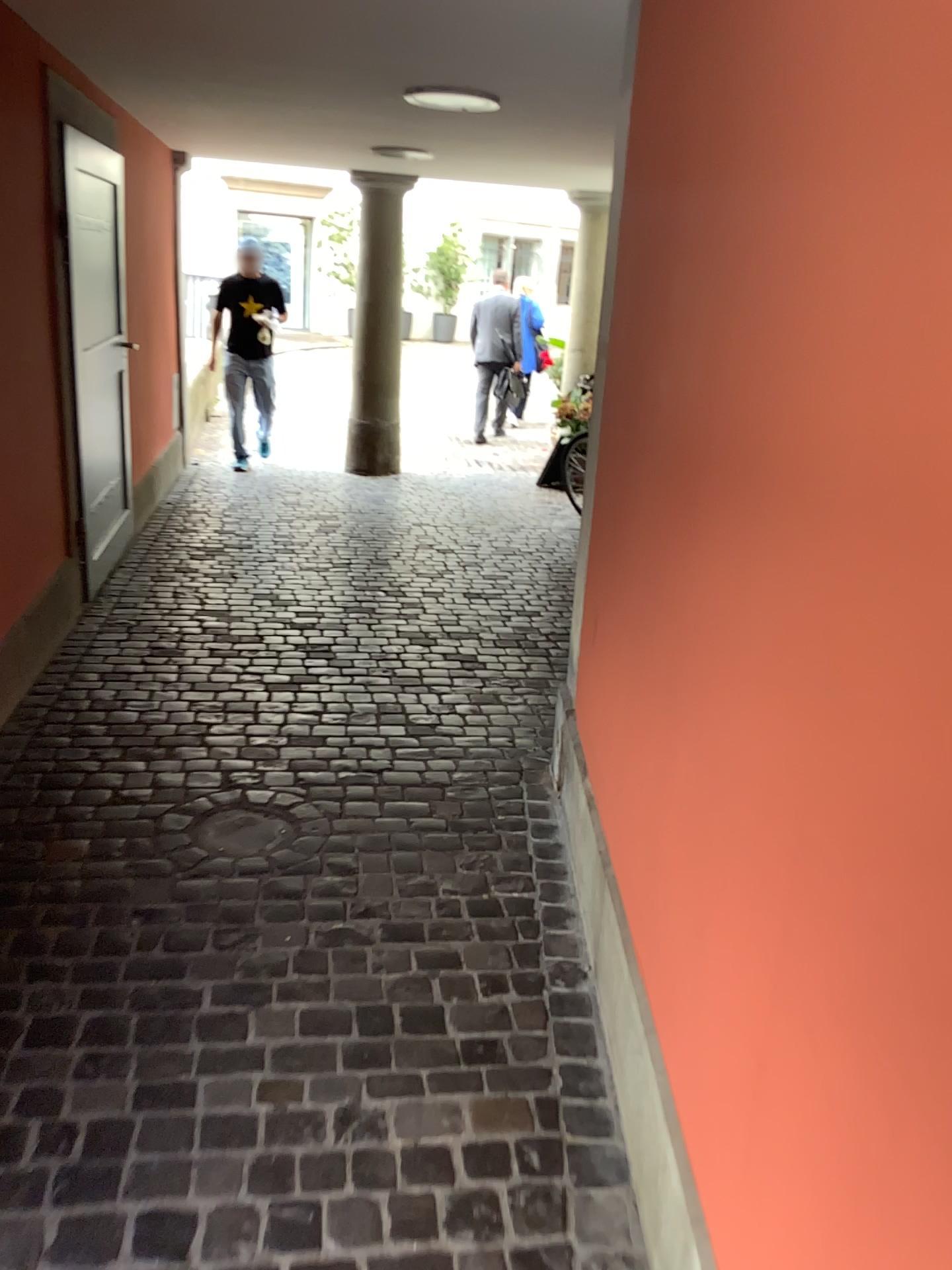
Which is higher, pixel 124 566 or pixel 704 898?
pixel 704 898
